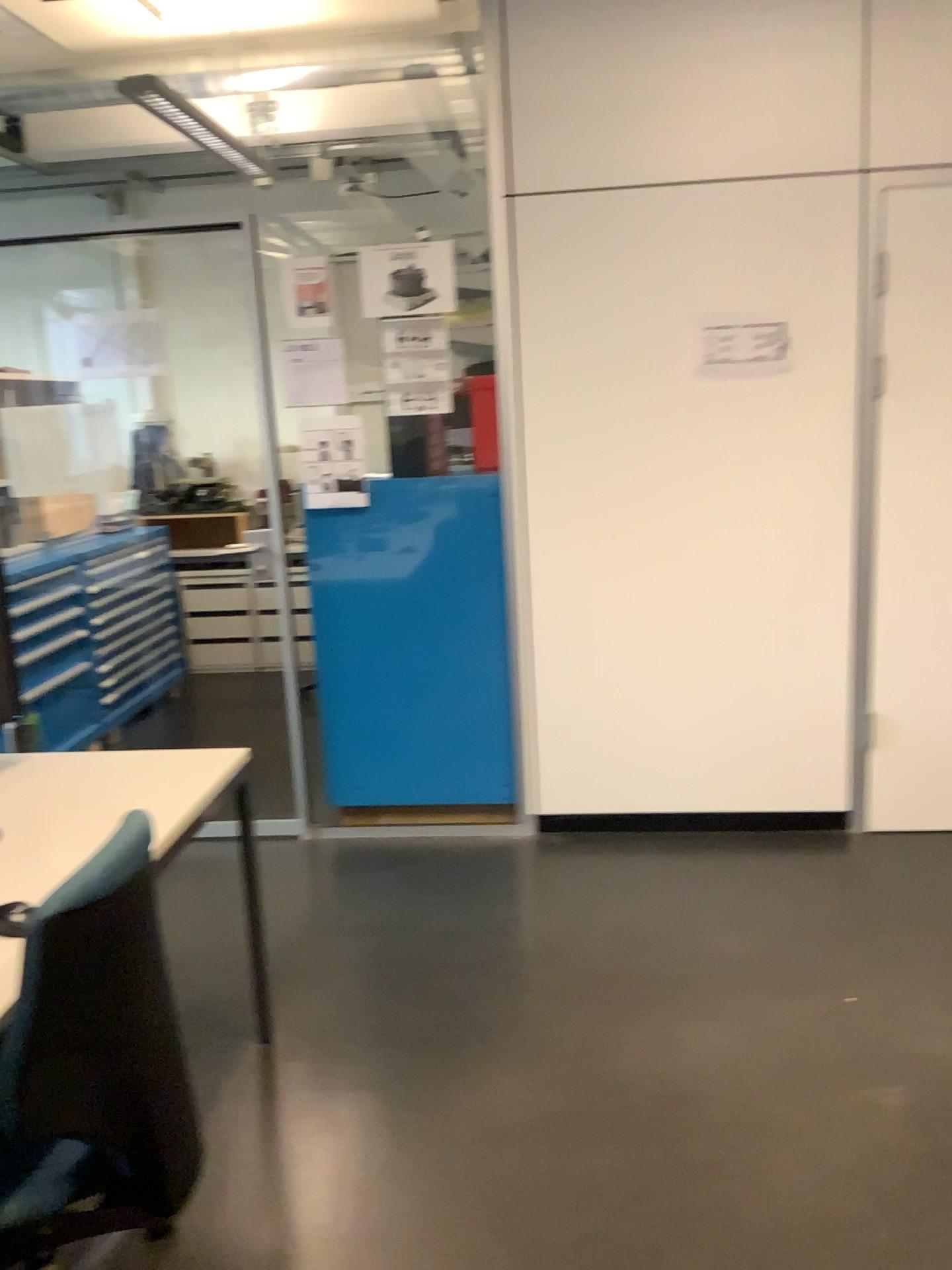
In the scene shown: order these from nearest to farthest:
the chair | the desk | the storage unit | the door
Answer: the chair → the desk → the door → the storage unit

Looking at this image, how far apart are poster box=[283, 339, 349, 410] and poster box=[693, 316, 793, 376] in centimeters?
117cm

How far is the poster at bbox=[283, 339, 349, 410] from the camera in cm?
340

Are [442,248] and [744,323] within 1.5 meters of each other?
yes

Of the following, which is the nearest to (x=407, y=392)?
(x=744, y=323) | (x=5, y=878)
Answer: (x=744, y=323)

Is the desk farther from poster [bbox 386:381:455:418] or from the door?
the door

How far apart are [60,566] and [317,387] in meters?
1.8 m

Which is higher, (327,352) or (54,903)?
(327,352)

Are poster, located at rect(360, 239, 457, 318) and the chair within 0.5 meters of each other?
no

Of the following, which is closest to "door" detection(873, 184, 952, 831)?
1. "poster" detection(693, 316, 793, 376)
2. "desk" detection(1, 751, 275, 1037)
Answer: "poster" detection(693, 316, 793, 376)
